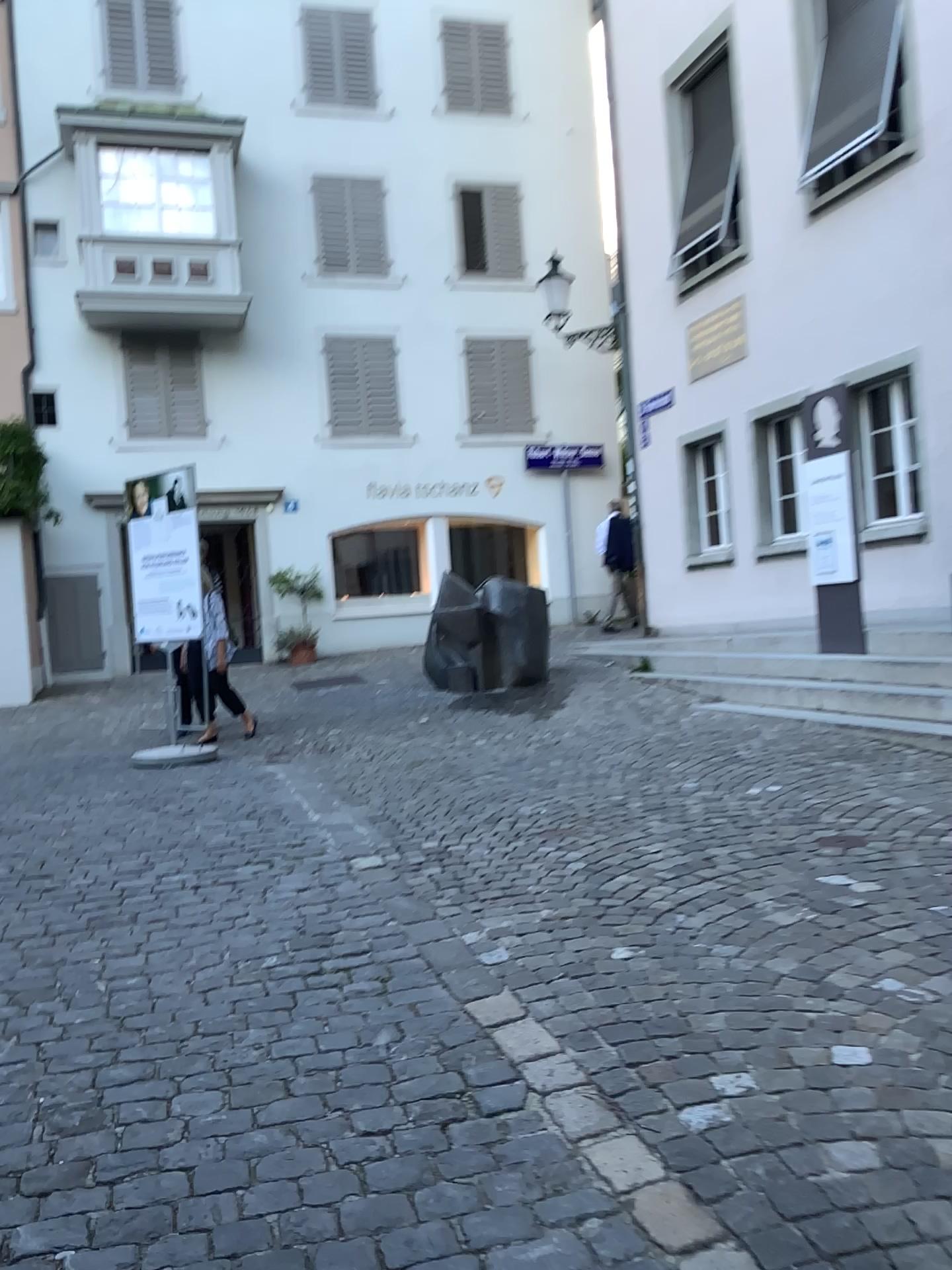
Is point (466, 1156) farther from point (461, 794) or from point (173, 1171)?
point (461, 794)
